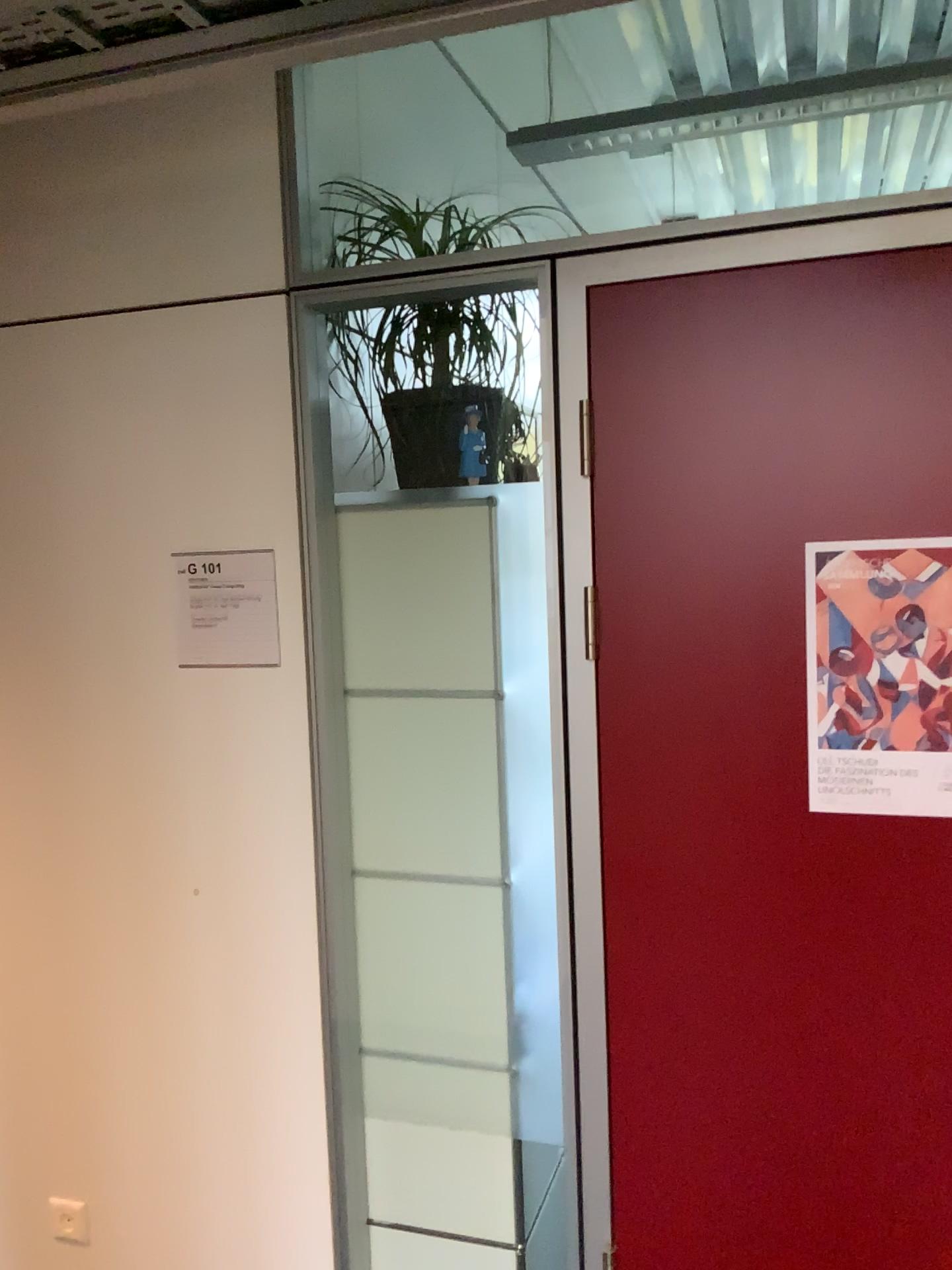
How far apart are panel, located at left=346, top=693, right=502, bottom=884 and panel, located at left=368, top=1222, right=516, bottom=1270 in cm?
74

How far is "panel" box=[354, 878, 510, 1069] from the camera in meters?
2.0 m

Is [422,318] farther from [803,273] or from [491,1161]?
[491,1161]

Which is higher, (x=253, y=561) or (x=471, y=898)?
(x=253, y=561)

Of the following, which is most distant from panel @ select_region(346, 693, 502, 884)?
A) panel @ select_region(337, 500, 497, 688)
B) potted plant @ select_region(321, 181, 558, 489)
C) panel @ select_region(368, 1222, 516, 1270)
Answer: panel @ select_region(368, 1222, 516, 1270)

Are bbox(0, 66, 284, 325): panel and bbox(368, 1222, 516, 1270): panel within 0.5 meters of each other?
no

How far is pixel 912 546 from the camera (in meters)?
1.57

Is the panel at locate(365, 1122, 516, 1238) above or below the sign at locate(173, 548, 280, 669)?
below

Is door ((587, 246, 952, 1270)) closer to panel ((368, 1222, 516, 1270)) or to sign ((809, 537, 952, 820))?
sign ((809, 537, 952, 820))

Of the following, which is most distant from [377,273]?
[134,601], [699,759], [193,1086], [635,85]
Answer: [635,85]
